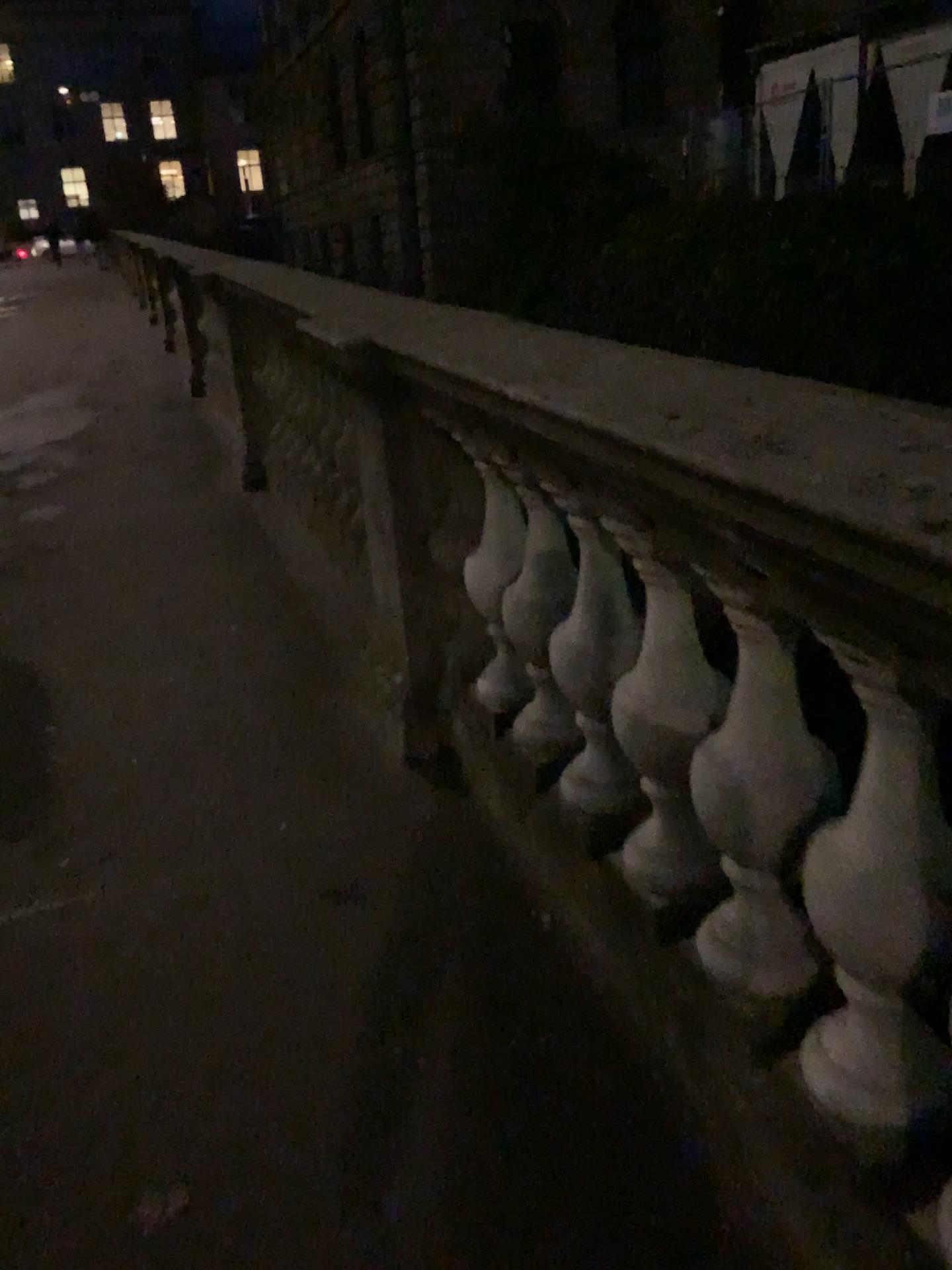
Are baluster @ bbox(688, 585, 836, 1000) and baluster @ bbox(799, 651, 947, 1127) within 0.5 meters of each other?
yes

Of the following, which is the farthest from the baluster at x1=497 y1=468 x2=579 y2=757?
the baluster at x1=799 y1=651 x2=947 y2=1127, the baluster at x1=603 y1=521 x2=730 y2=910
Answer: the baluster at x1=799 y1=651 x2=947 y2=1127

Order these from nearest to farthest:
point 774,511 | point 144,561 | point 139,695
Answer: point 774,511 → point 139,695 → point 144,561

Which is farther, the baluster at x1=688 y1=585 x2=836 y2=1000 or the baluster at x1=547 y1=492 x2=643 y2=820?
the baluster at x1=547 y1=492 x2=643 y2=820

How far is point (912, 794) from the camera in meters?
1.1 m

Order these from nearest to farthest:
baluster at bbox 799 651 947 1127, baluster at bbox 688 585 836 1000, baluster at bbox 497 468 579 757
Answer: baluster at bbox 799 651 947 1127 < baluster at bbox 688 585 836 1000 < baluster at bbox 497 468 579 757

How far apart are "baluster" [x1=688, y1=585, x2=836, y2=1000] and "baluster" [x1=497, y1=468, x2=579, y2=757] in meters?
0.5

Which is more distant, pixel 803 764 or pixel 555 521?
pixel 555 521

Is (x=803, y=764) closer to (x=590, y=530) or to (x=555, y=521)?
(x=590, y=530)

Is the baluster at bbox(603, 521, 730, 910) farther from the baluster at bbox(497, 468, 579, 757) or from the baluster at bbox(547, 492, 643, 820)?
the baluster at bbox(497, 468, 579, 757)
